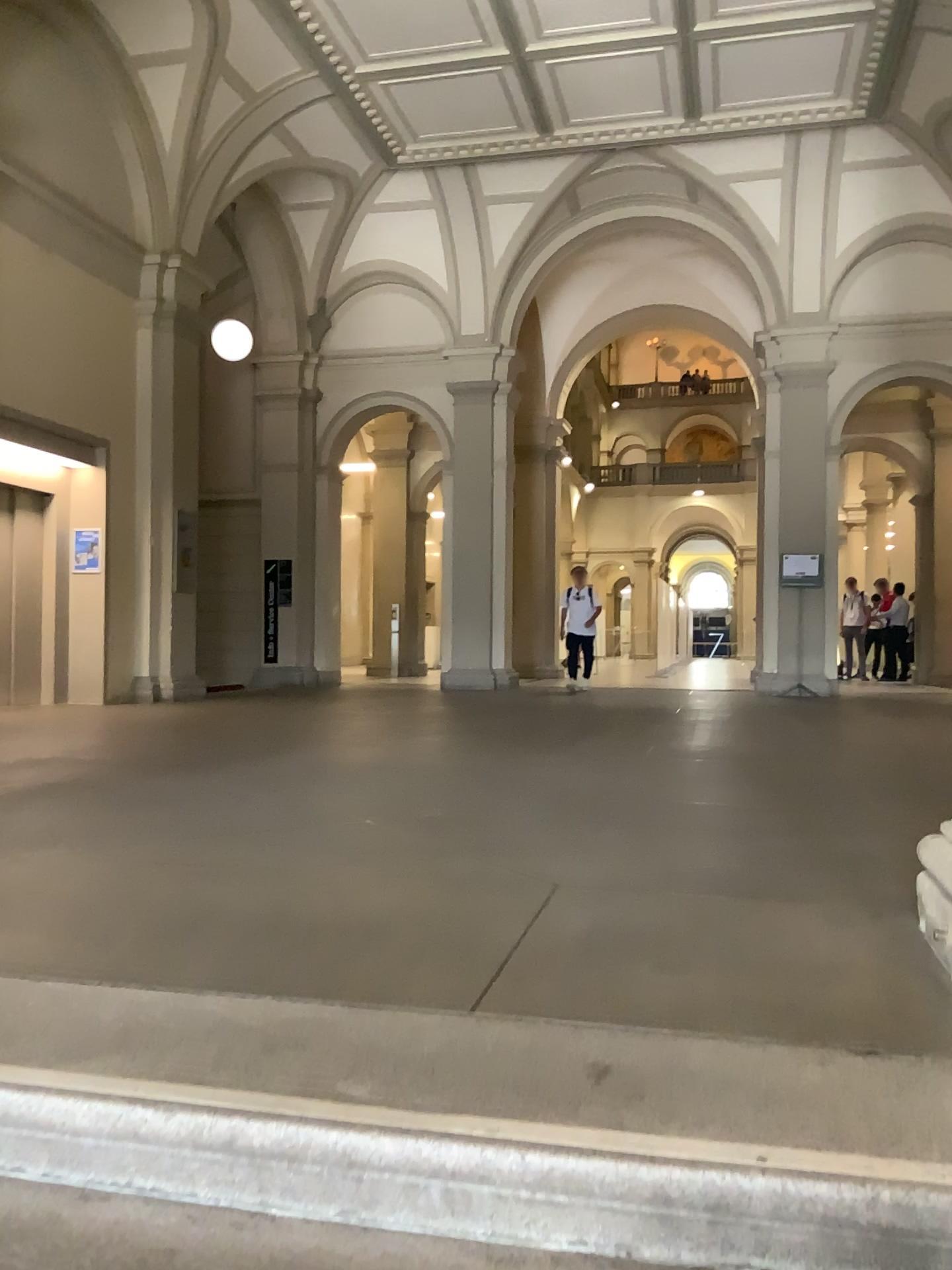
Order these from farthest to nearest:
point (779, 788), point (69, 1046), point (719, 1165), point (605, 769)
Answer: point (605, 769)
point (779, 788)
point (69, 1046)
point (719, 1165)
